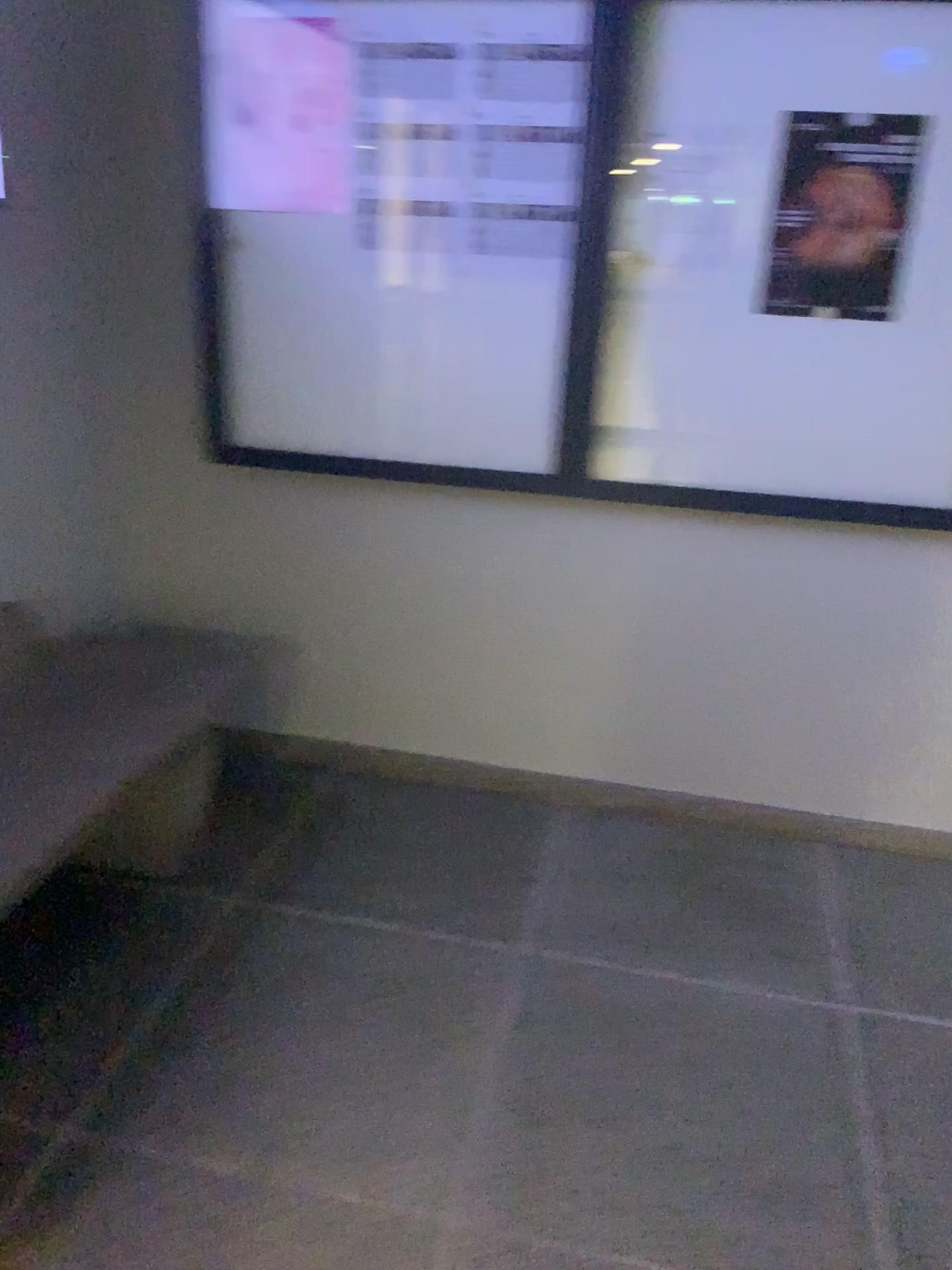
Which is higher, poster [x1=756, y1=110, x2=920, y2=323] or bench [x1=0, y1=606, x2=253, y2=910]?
poster [x1=756, y1=110, x2=920, y2=323]

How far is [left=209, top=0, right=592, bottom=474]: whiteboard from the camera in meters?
2.4 m

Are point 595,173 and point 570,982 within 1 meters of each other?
no

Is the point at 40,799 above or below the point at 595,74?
below

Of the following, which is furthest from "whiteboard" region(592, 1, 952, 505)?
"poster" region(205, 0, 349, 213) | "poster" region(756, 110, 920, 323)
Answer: "poster" region(205, 0, 349, 213)

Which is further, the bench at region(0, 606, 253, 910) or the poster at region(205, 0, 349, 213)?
the poster at region(205, 0, 349, 213)

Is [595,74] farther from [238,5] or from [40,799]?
[40,799]

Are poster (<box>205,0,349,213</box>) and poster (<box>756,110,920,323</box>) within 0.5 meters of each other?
no

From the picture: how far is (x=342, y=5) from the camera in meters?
2.4 m

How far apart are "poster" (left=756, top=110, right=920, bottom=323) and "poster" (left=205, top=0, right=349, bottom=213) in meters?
1.0
